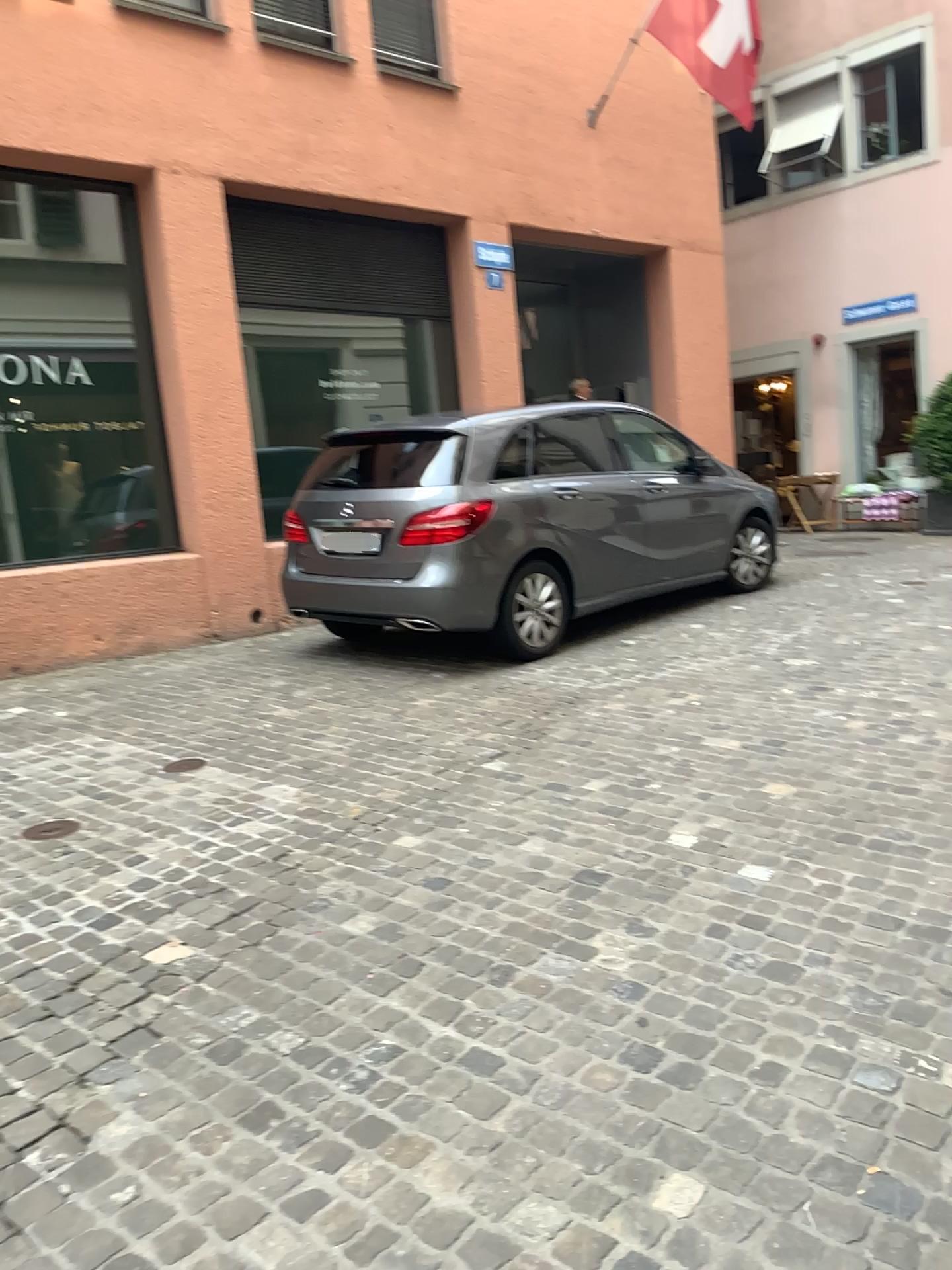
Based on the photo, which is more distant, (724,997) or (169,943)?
(169,943)
